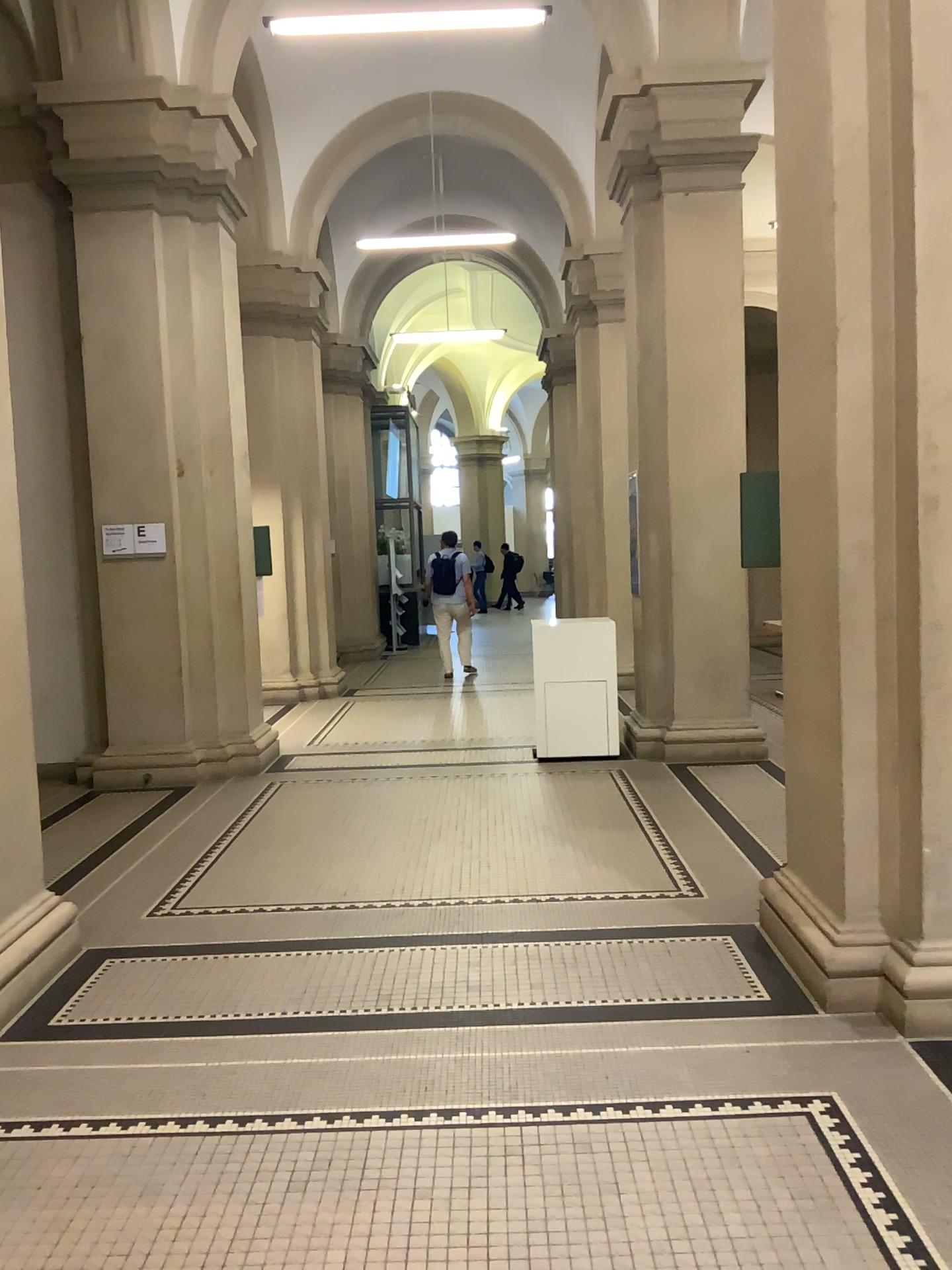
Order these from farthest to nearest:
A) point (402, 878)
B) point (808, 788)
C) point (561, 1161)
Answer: point (402, 878)
point (808, 788)
point (561, 1161)
